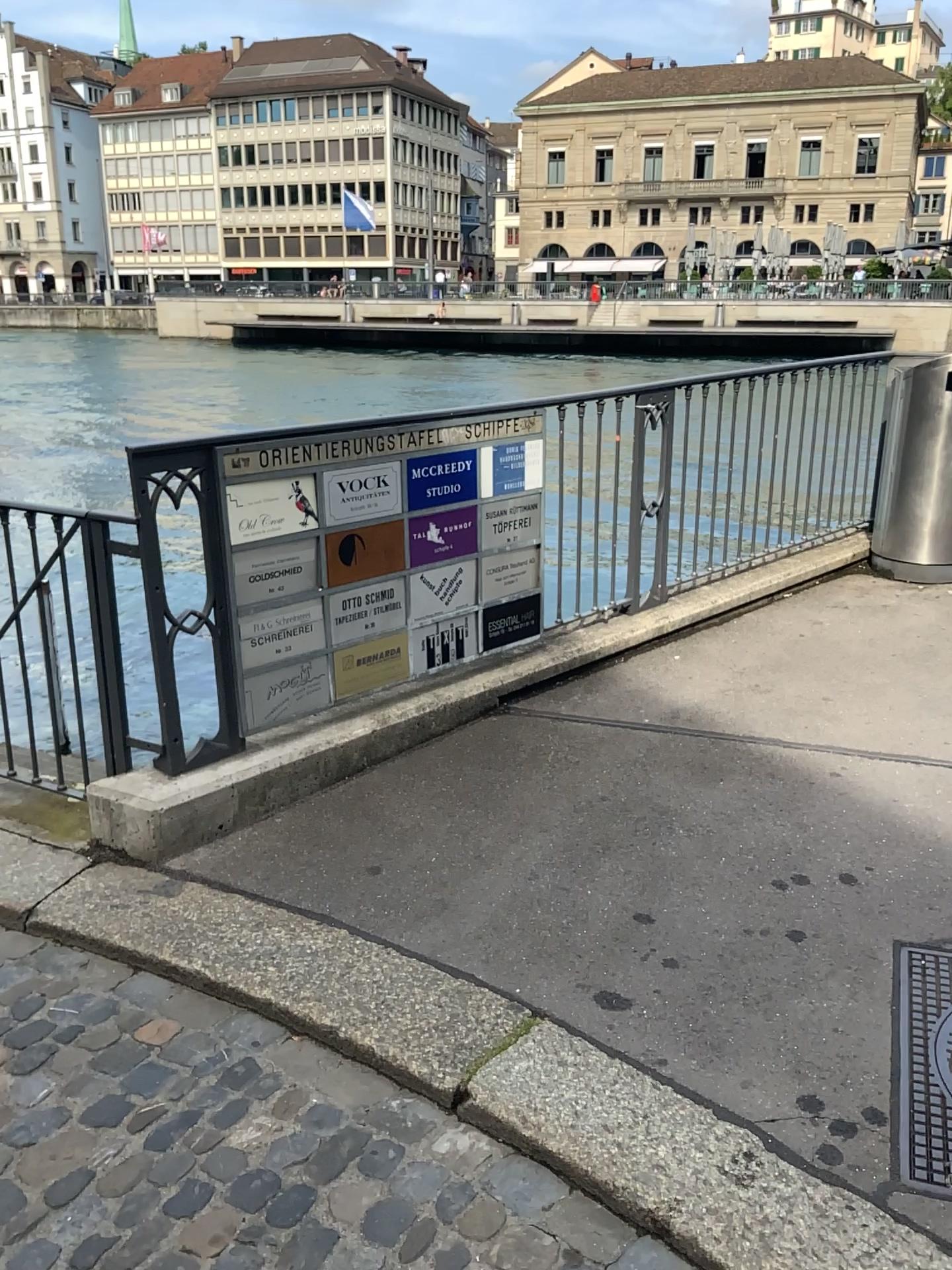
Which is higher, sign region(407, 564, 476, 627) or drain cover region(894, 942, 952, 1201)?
sign region(407, 564, 476, 627)

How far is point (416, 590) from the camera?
3.8m

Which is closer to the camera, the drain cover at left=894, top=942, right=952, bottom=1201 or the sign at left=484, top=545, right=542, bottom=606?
the drain cover at left=894, top=942, right=952, bottom=1201

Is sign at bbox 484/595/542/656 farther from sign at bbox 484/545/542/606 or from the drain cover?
the drain cover

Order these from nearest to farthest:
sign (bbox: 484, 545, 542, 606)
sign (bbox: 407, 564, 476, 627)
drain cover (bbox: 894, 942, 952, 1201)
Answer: drain cover (bbox: 894, 942, 952, 1201) → sign (bbox: 407, 564, 476, 627) → sign (bbox: 484, 545, 542, 606)

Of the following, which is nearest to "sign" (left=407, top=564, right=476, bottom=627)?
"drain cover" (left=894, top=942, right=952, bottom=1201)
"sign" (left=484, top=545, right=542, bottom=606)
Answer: "sign" (left=484, top=545, right=542, bottom=606)

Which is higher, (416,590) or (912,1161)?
(416,590)

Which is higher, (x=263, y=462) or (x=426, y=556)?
(x=263, y=462)

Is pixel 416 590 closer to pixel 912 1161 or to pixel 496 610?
pixel 496 610

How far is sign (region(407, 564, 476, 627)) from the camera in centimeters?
377cm
